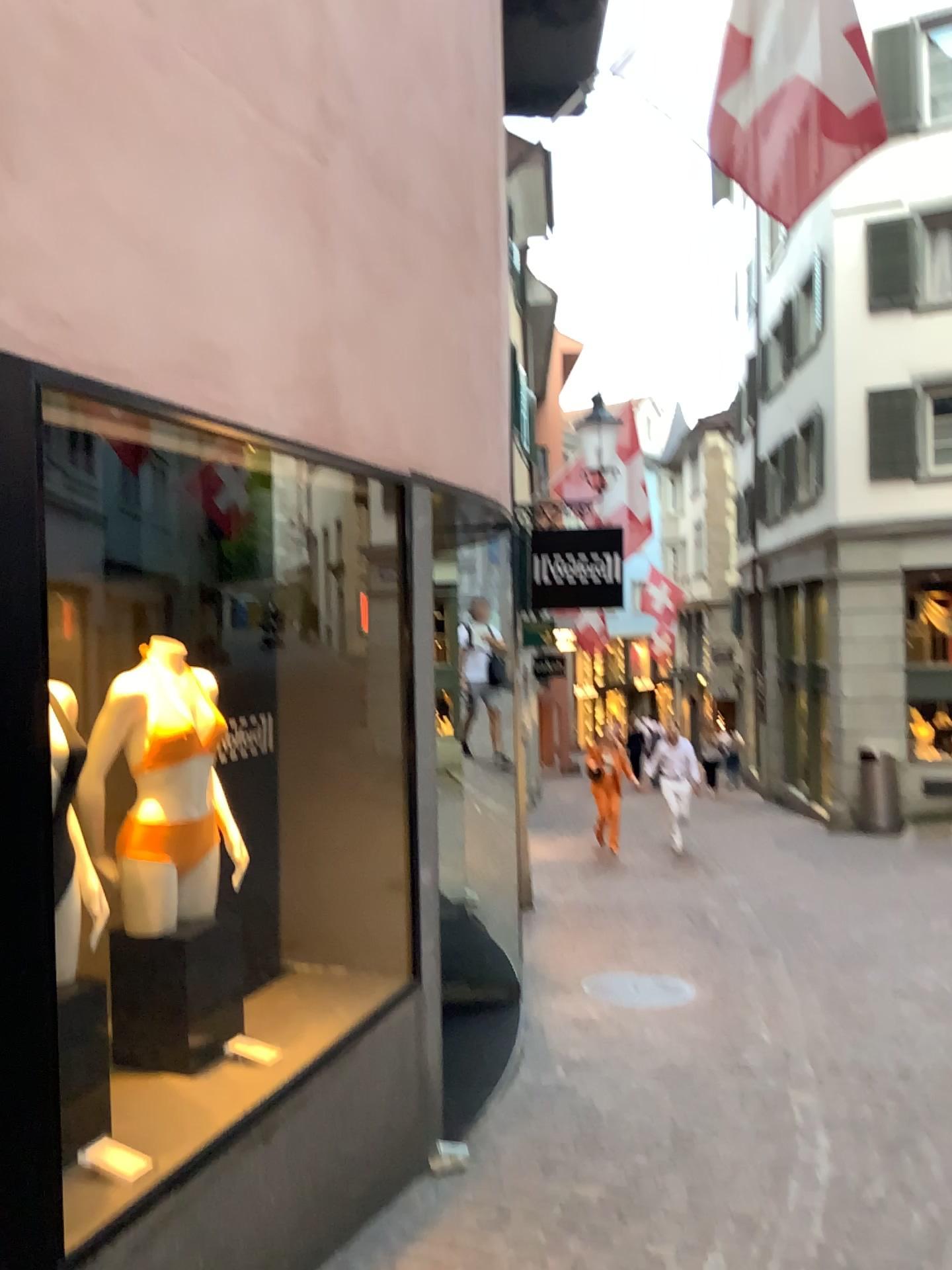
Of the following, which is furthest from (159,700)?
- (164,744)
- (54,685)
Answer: (54,685)

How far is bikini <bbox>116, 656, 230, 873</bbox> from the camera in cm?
308

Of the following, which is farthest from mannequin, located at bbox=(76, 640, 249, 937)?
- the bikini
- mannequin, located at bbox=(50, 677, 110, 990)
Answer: mannequin, located at bbox=(50, 677, 110, 990)

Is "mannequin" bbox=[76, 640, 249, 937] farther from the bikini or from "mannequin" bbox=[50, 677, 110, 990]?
"mannequin" bbox=[50, 677, 110, 990]

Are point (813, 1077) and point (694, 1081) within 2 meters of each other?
yes

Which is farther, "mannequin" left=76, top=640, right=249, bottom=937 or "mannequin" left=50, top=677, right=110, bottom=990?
"mannequin" left=76, top=640, right=249, bottom=937

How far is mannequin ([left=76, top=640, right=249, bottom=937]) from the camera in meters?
3.1 m

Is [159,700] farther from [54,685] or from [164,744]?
[54,685]

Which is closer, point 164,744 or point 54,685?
point 54,685
